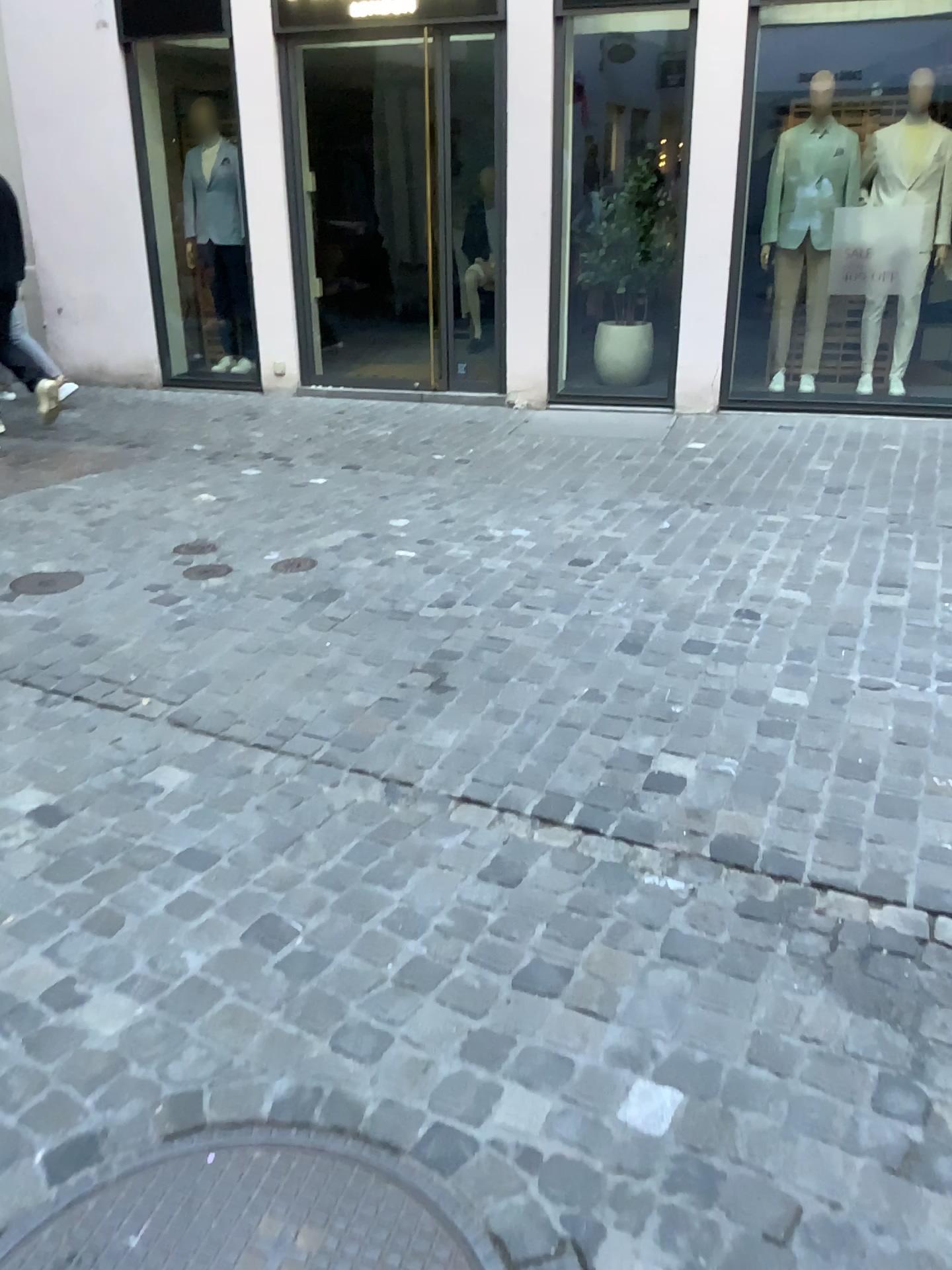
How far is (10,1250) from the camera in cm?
140

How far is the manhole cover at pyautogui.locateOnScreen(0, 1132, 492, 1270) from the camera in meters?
1.4 m

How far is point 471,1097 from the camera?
1.6 meters
